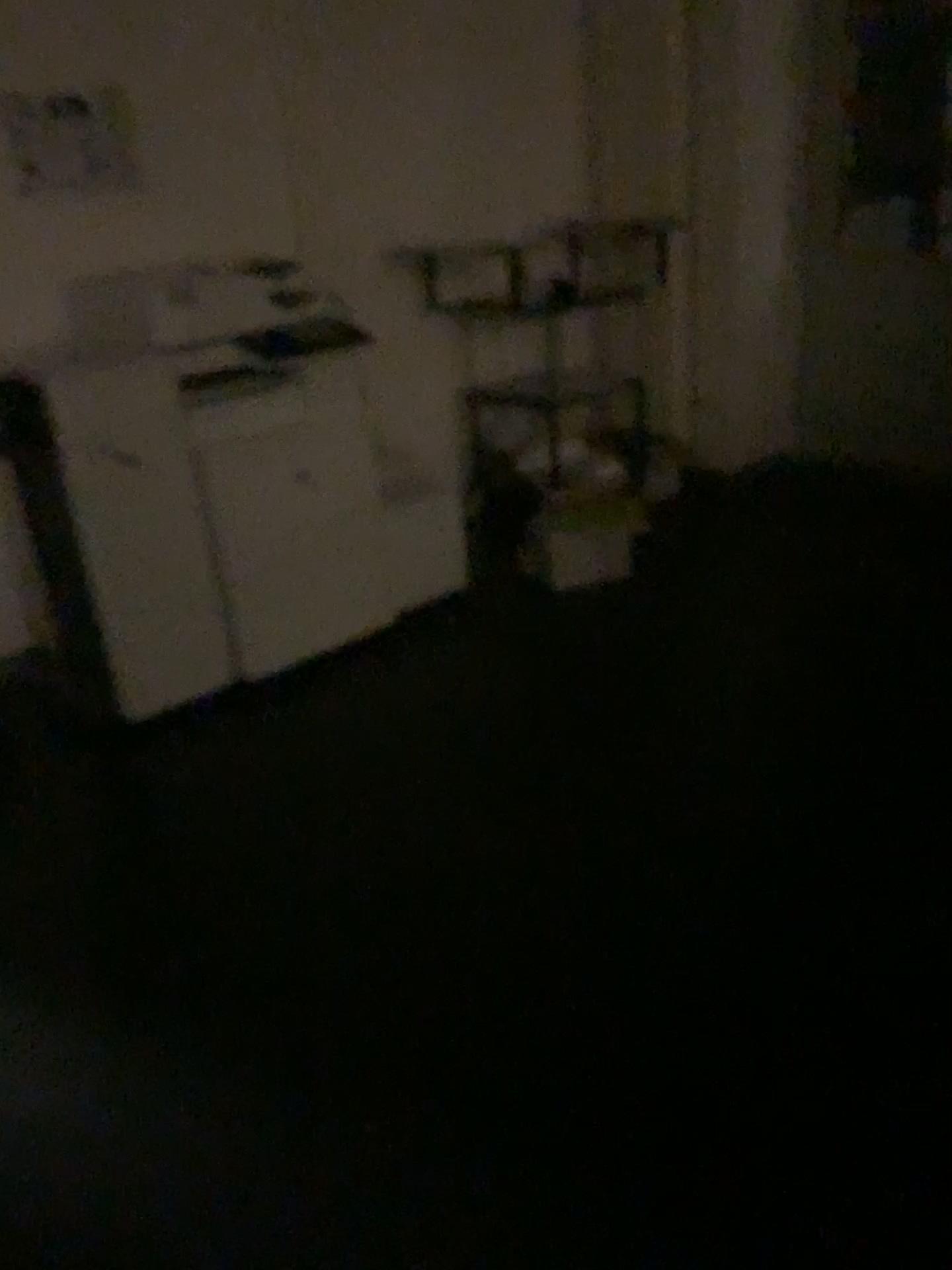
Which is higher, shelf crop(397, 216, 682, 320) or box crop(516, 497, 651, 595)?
shelf crop(397, 216, 682, 320)

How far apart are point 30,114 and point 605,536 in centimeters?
221cm

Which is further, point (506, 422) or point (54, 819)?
point (506, 422)

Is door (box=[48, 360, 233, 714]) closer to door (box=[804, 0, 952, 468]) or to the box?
the box

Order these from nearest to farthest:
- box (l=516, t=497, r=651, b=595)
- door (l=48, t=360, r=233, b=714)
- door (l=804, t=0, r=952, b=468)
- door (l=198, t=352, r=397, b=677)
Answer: door (l=48, t=360, r=233, b=714) < door (l=198, t=352, r=397, b=677) < box (l=516, t=497, r=651, b=595) < door (l=804, t=0, r=952, b=468)

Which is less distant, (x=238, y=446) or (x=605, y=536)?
(x=238, y=446)

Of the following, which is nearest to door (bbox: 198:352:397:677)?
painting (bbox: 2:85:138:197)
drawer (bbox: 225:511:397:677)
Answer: drawer (bbox: 225:511:397:677)

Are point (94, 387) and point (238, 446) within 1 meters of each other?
yes

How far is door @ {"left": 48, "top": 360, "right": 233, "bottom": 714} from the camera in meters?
2.8

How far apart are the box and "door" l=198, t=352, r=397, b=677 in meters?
0.7
